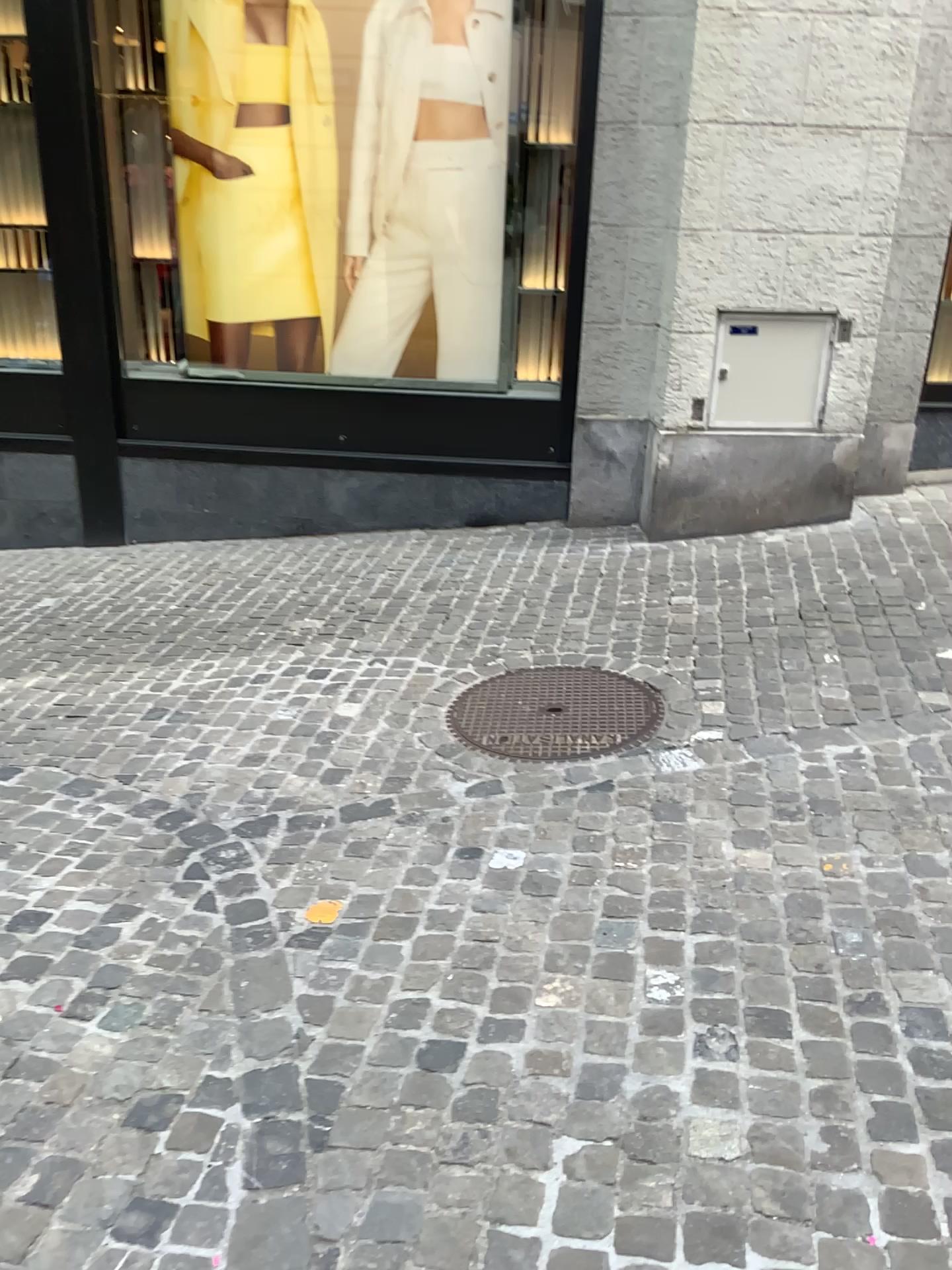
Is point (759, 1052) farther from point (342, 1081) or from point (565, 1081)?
point (342, 1081)
